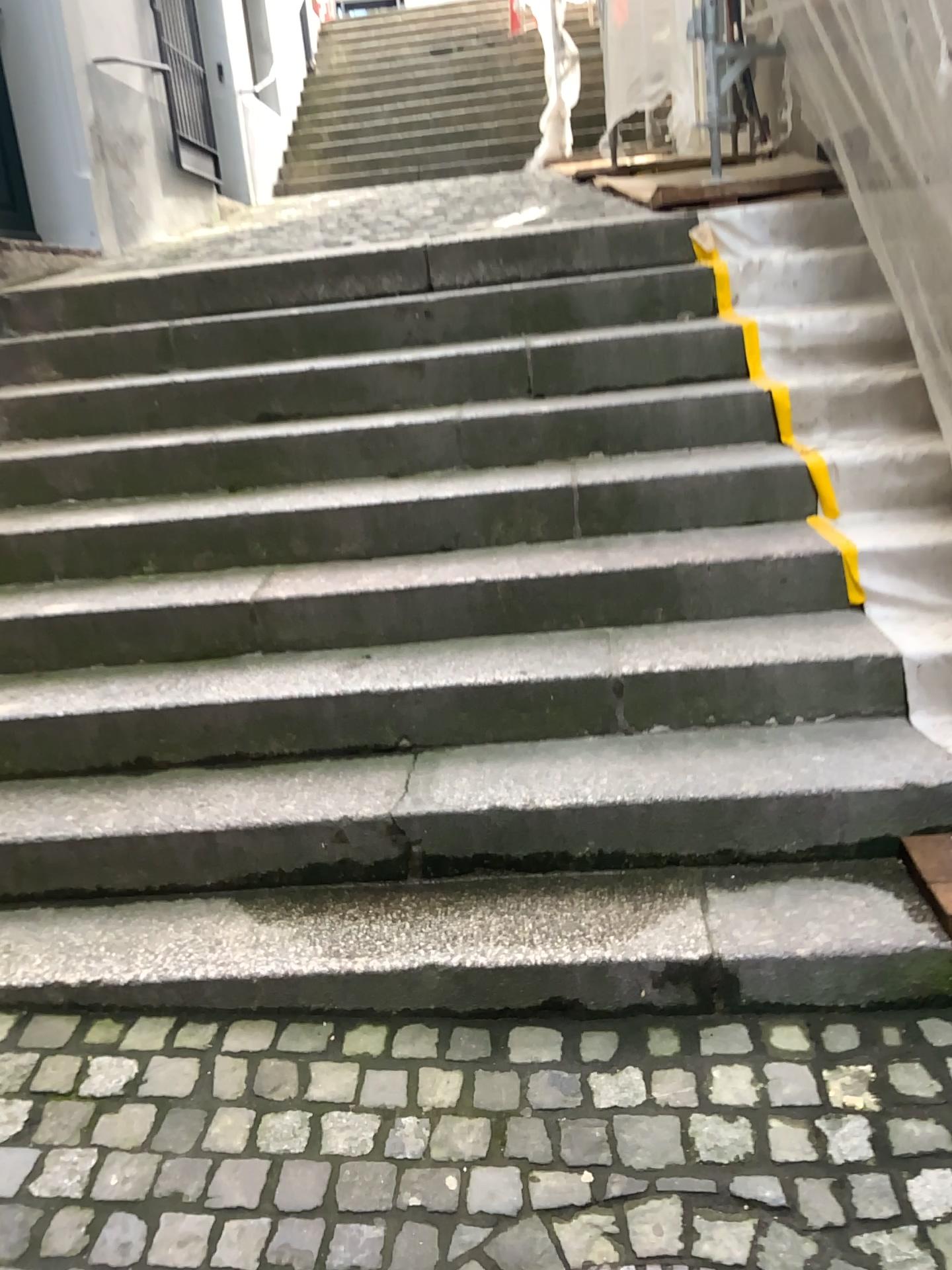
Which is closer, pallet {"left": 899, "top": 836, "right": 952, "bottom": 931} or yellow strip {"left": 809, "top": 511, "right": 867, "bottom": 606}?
pallet {"left": 899, "top": 836, "right": 952, "bottom": 931}

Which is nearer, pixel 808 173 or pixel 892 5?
pixel 892 5

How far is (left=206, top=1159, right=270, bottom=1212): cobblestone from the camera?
1.6m

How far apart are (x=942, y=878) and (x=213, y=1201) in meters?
1.4 m

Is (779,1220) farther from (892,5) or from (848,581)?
(892,5)

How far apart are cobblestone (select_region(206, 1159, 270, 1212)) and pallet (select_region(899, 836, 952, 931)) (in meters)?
1.27

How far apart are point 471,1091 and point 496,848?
0.5 meters

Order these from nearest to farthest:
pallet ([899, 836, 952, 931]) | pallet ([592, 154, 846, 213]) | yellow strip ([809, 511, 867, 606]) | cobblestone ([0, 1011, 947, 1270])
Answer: cobblestone ([0, 1011, 947, 1270]) < pallet ([899, 836, 952, 931]) < yellow strip ([809, 511, 867, 606]) < pallet ([592, 154, 846, 213])

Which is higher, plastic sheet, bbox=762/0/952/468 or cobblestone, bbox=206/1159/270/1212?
plastic sheet, bbox=762/0/952/468

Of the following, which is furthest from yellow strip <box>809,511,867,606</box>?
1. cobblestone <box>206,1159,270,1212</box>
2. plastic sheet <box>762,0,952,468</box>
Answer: cobblestone <box>206,1159,270,1212</box>
